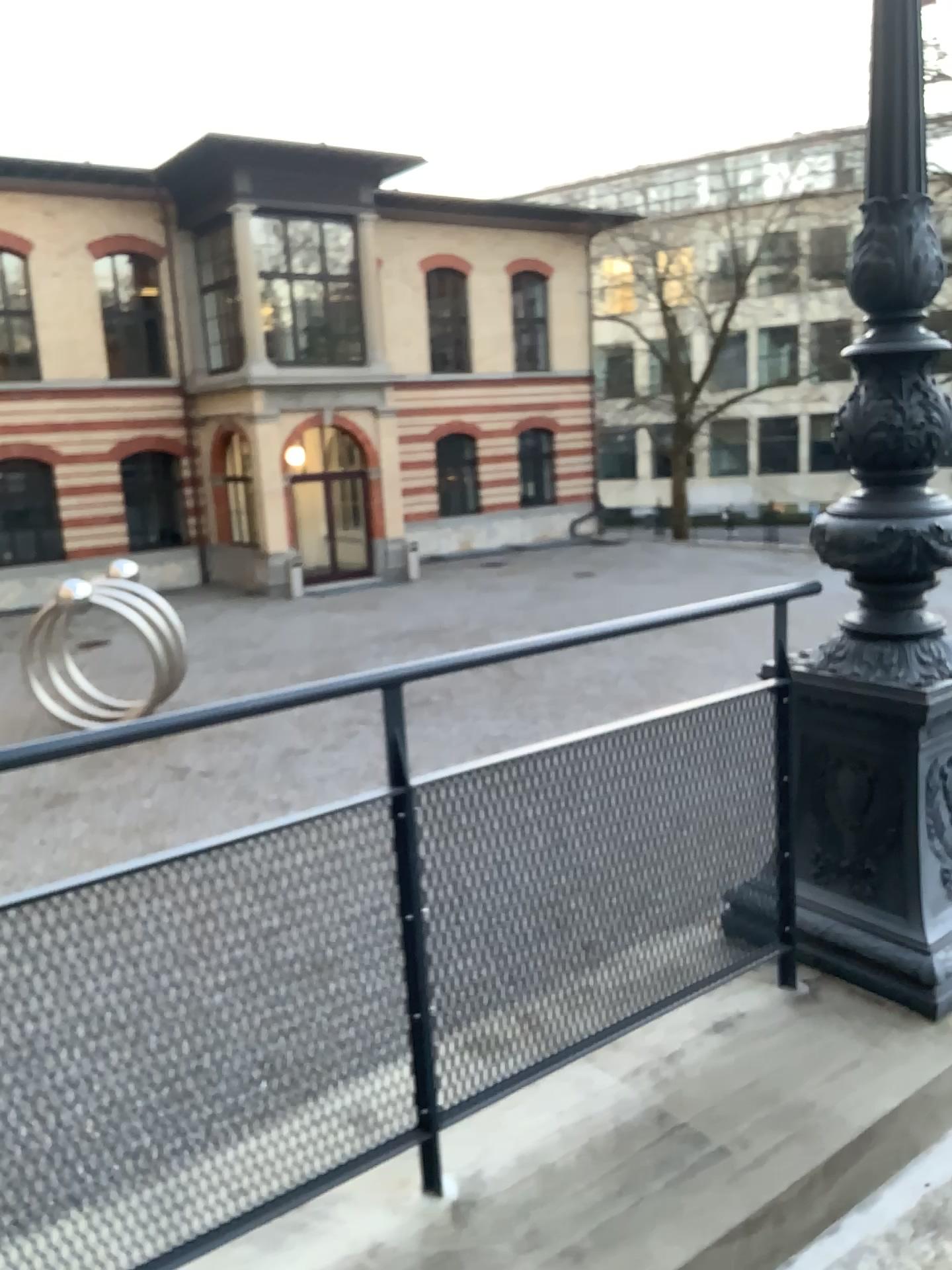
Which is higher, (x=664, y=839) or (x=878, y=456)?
(x=878, y=456)
